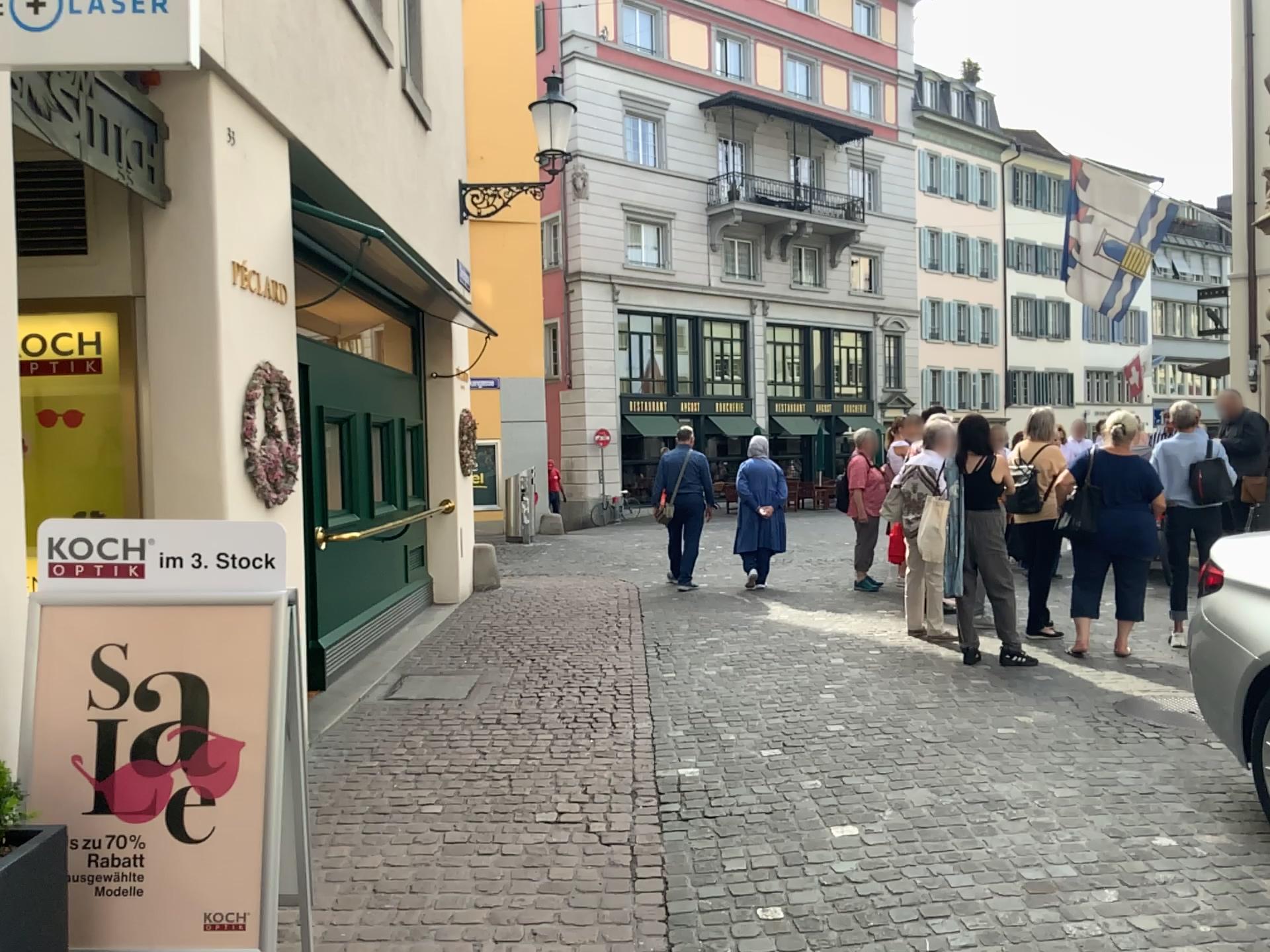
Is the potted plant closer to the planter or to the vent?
the planter

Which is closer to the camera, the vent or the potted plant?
the potted plant

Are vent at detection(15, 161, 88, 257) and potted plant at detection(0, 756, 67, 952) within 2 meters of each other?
no

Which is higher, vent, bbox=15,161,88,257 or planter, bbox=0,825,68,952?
vent, bbox=15,161,88,257

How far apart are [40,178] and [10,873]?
3.2m

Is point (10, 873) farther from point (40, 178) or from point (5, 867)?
point (40, 178)

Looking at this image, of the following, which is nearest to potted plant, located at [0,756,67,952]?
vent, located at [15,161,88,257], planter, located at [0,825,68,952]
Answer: planter, located at [0,825,68,952]

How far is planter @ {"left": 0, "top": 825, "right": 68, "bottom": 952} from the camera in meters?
2.1 m

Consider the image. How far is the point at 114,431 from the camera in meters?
4.3

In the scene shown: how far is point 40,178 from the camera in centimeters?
425cm
